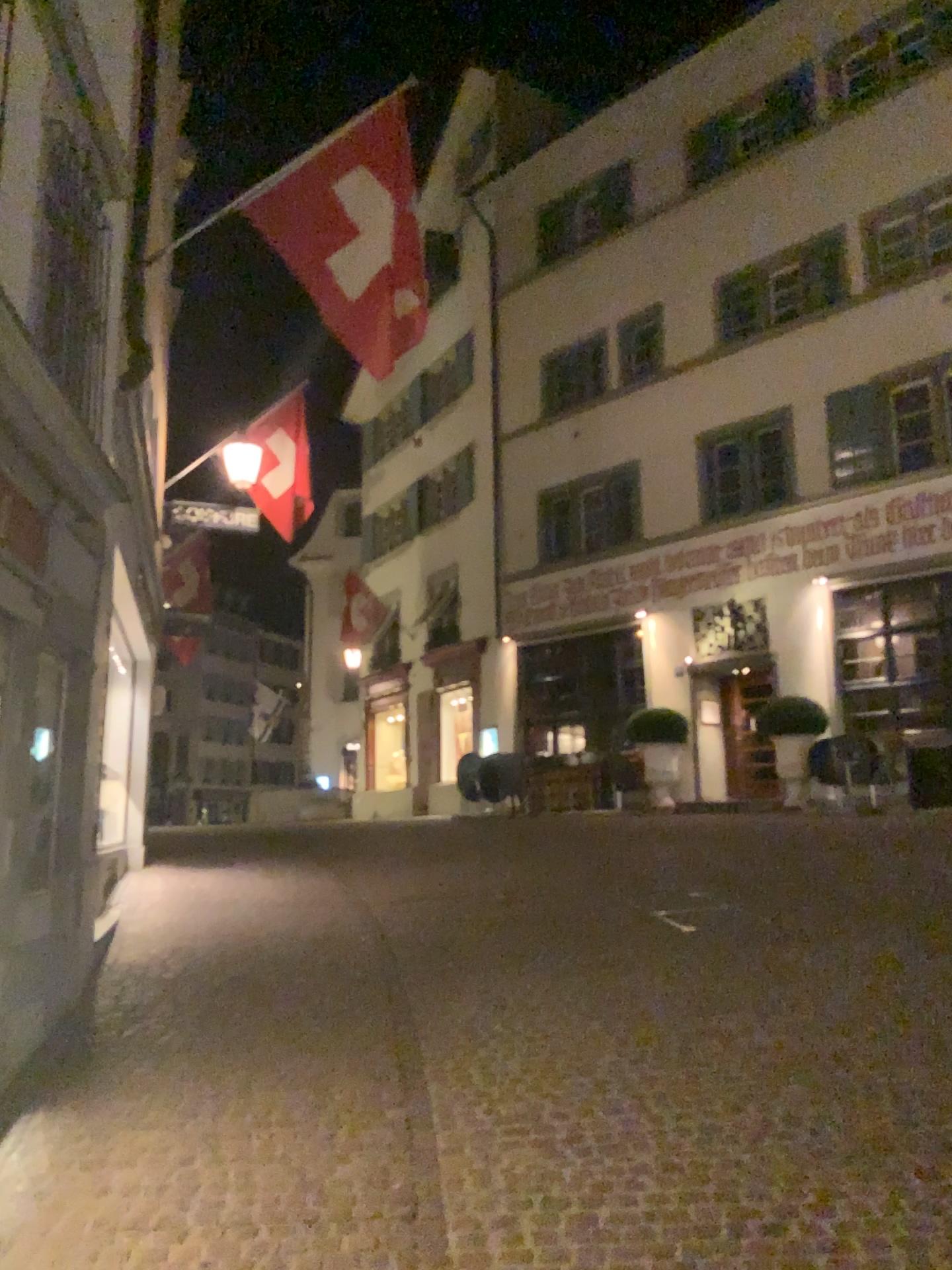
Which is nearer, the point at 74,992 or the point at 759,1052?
the point at 759,1052
